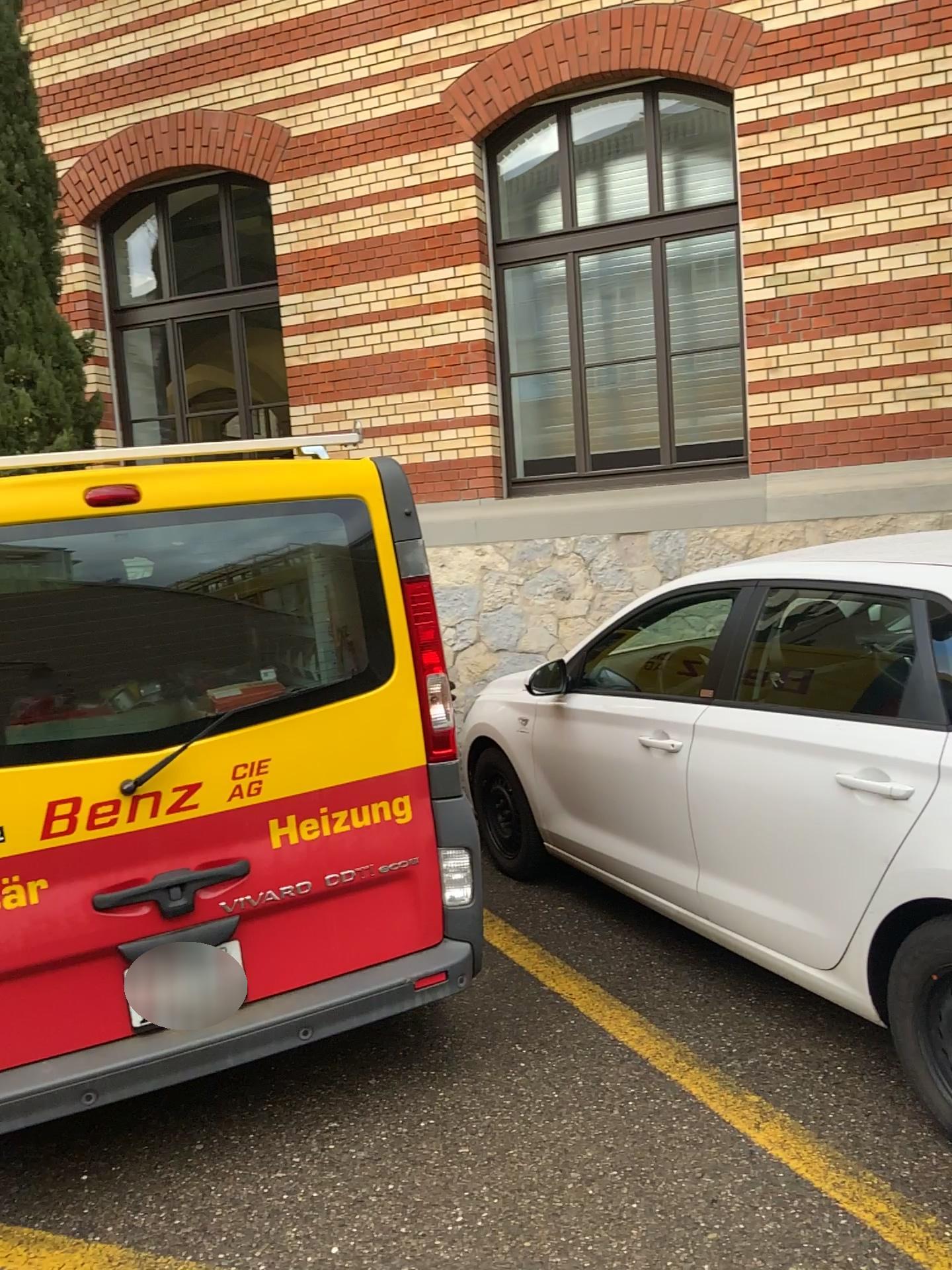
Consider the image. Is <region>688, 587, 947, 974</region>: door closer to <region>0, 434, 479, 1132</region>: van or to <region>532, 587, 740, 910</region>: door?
<region>532, 587, 740, 910</region>: door

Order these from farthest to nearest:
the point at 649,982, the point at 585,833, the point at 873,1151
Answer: the point at 585,833 → the point at 649,982 → the point at 873,1151

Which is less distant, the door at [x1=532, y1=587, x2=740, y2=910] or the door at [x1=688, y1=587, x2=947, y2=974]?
the door at [x1=688, y1=587, x2=947, y2=974]

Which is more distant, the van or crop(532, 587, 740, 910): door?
crop(532, 587, 740, 910): door

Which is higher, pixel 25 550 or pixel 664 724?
pixel 25 550

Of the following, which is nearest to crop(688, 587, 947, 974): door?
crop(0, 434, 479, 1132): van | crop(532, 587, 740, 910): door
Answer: crop(532, 587, 740, 910): door

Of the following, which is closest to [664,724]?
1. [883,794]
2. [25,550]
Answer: [883,794]

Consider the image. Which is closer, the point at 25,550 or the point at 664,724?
the point at 25,550
